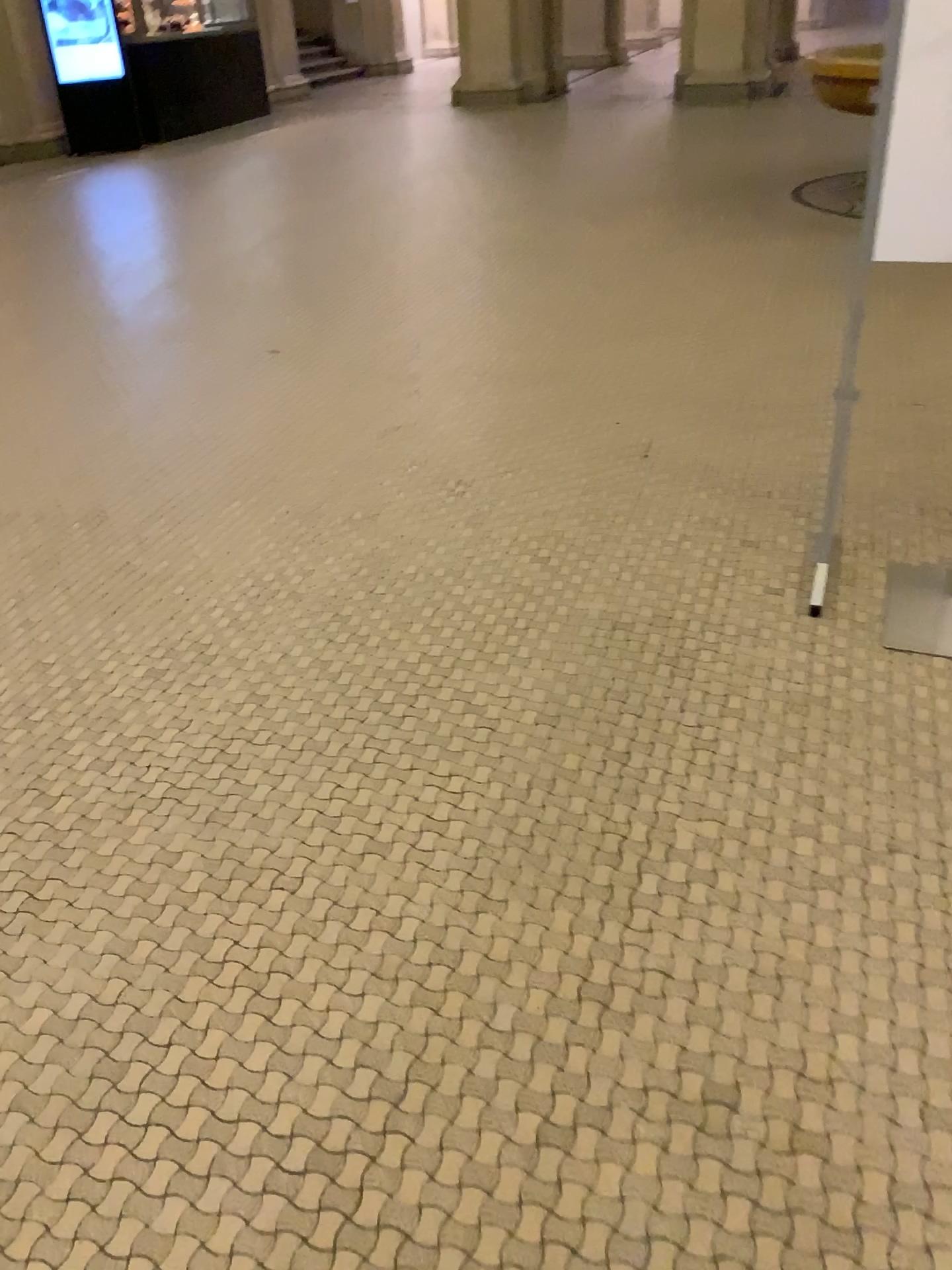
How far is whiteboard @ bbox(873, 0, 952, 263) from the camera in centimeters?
202cm

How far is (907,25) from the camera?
2.0m

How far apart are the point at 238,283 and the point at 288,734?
3.79m
